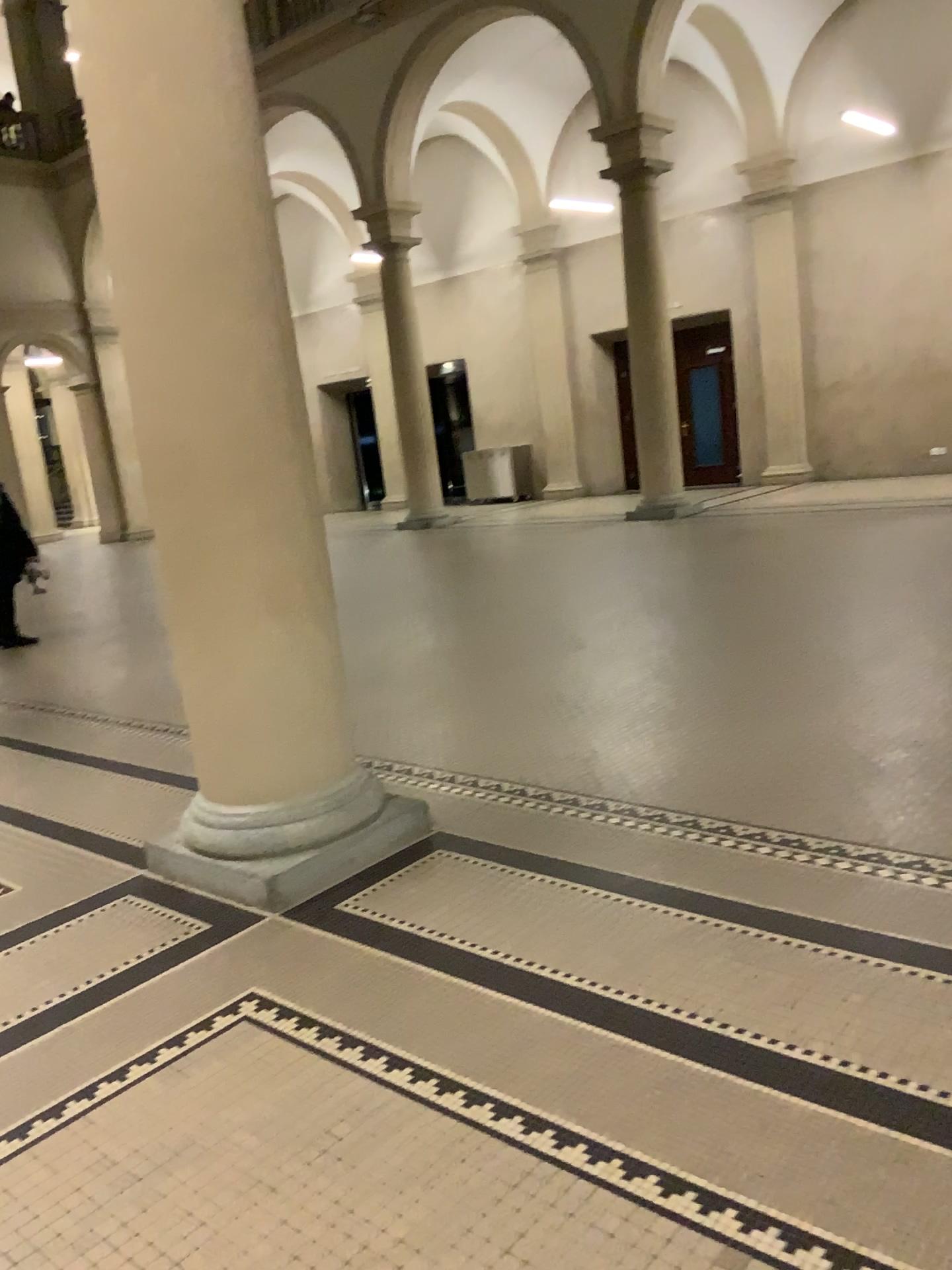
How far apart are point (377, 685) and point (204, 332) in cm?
277
